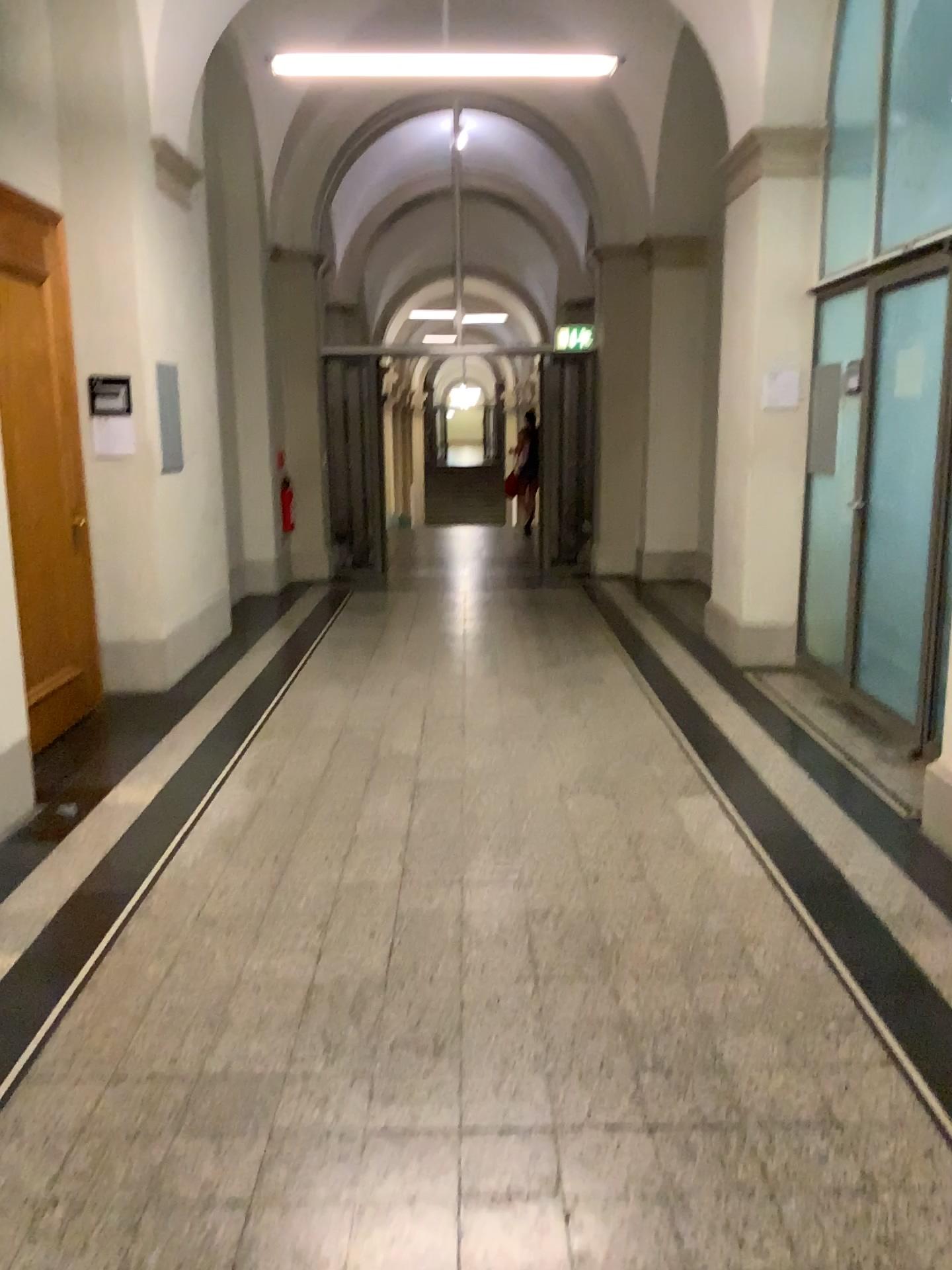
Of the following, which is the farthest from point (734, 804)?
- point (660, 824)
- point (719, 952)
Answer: point (719, 952)
